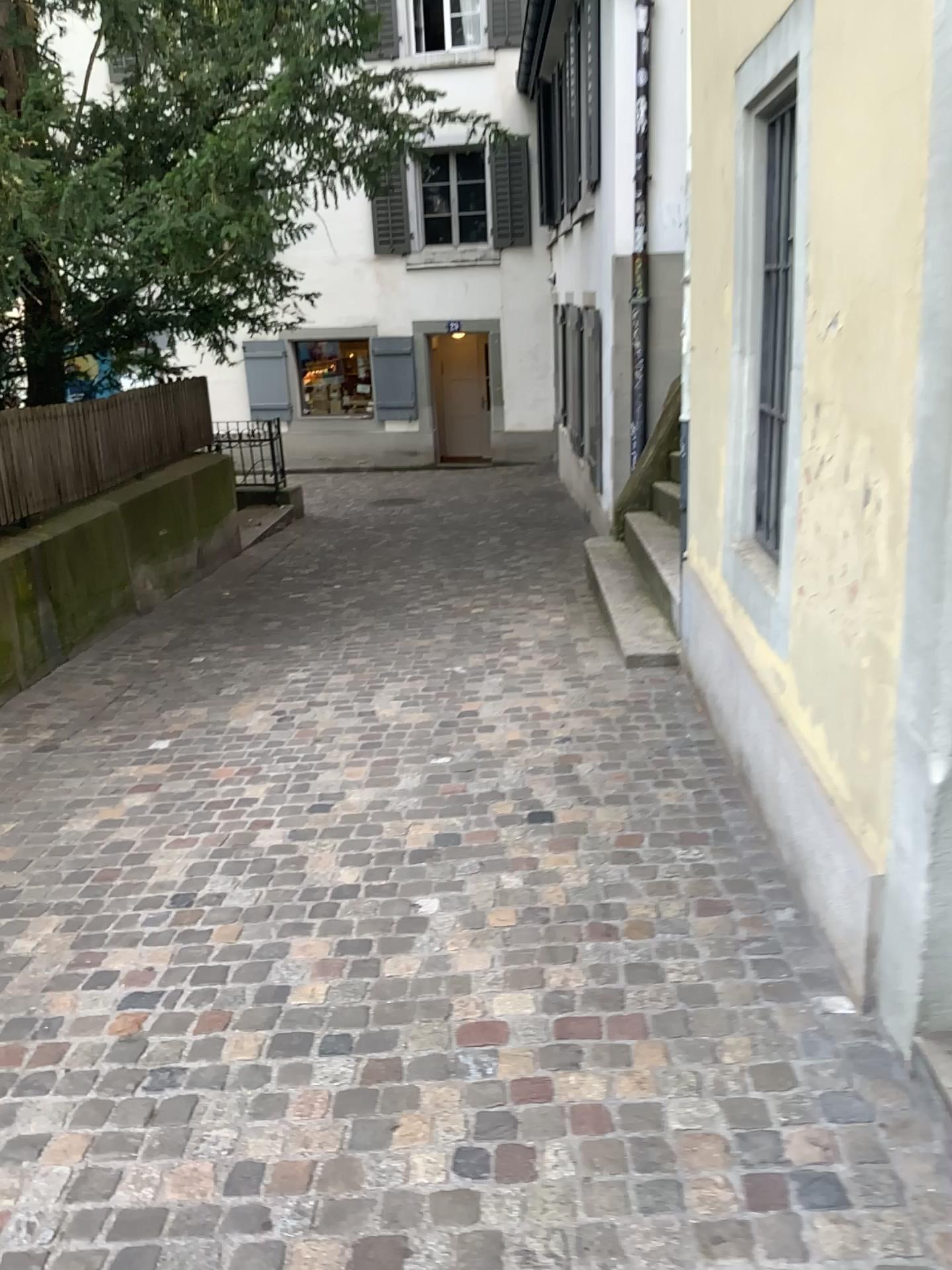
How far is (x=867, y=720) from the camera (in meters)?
2.26
